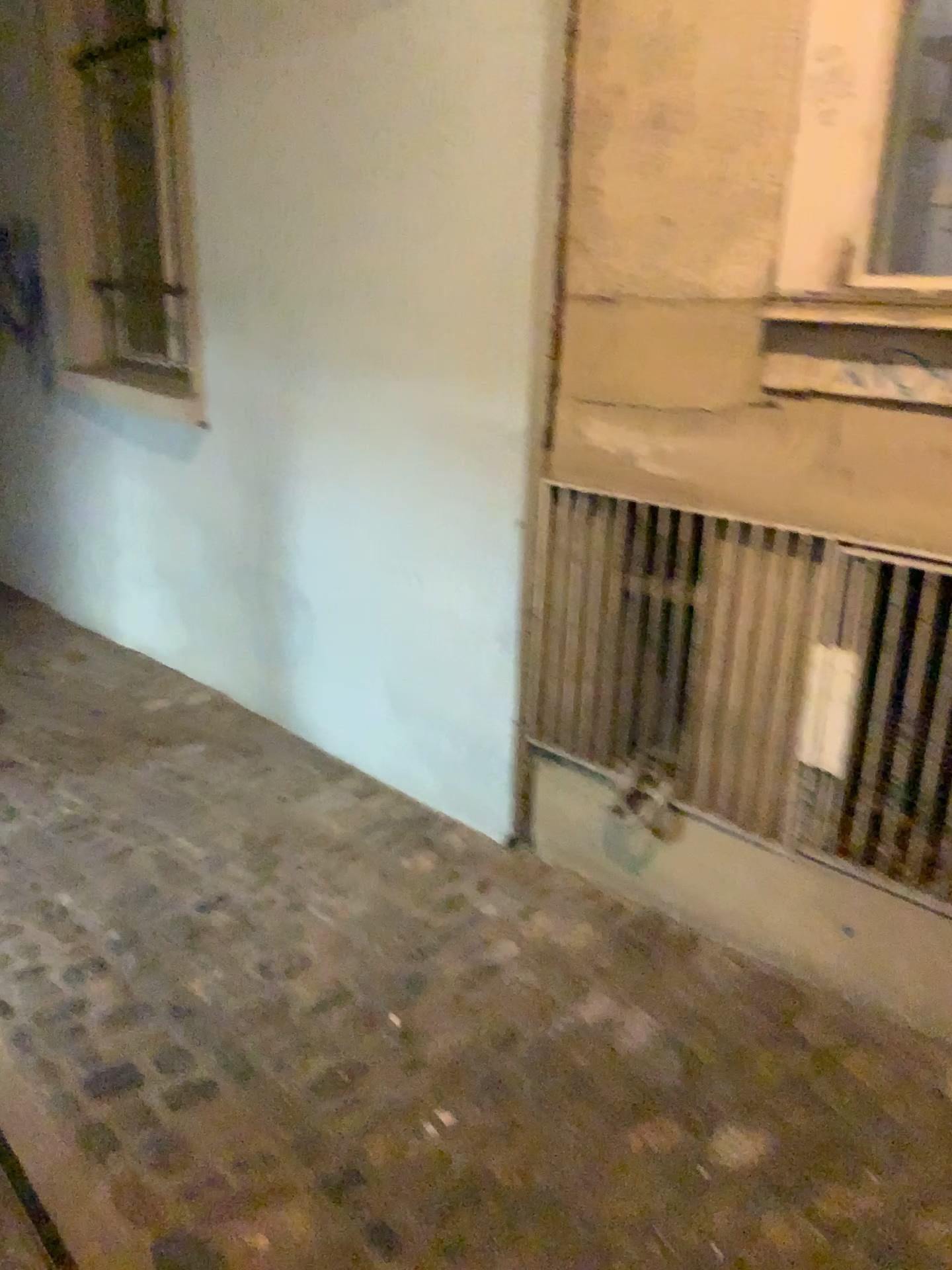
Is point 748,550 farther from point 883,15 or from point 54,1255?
point 54,1255

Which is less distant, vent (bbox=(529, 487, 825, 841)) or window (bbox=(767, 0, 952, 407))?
window (bbox=(767, 0, 952, 407))

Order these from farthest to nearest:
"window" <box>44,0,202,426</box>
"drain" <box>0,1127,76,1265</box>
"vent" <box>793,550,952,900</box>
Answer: "window" <box>44,0,202,426</box> < "vent" <box>793,550,952,900</box> < "drain" <box>0,1127,76,1265</box>

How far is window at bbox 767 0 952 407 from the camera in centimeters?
159cm

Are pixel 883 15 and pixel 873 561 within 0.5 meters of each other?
no

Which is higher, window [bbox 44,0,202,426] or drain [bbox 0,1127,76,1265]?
window [bbox 44,0,202,426]

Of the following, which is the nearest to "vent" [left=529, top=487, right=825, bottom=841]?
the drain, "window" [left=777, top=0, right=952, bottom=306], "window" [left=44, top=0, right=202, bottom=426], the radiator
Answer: the radiator

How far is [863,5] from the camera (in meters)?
1.59

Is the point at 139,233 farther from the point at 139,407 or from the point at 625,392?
the point at 625,392

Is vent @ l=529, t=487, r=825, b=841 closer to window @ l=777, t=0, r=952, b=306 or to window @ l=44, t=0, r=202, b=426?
window @ l=777, t=0, r=952, b=306
